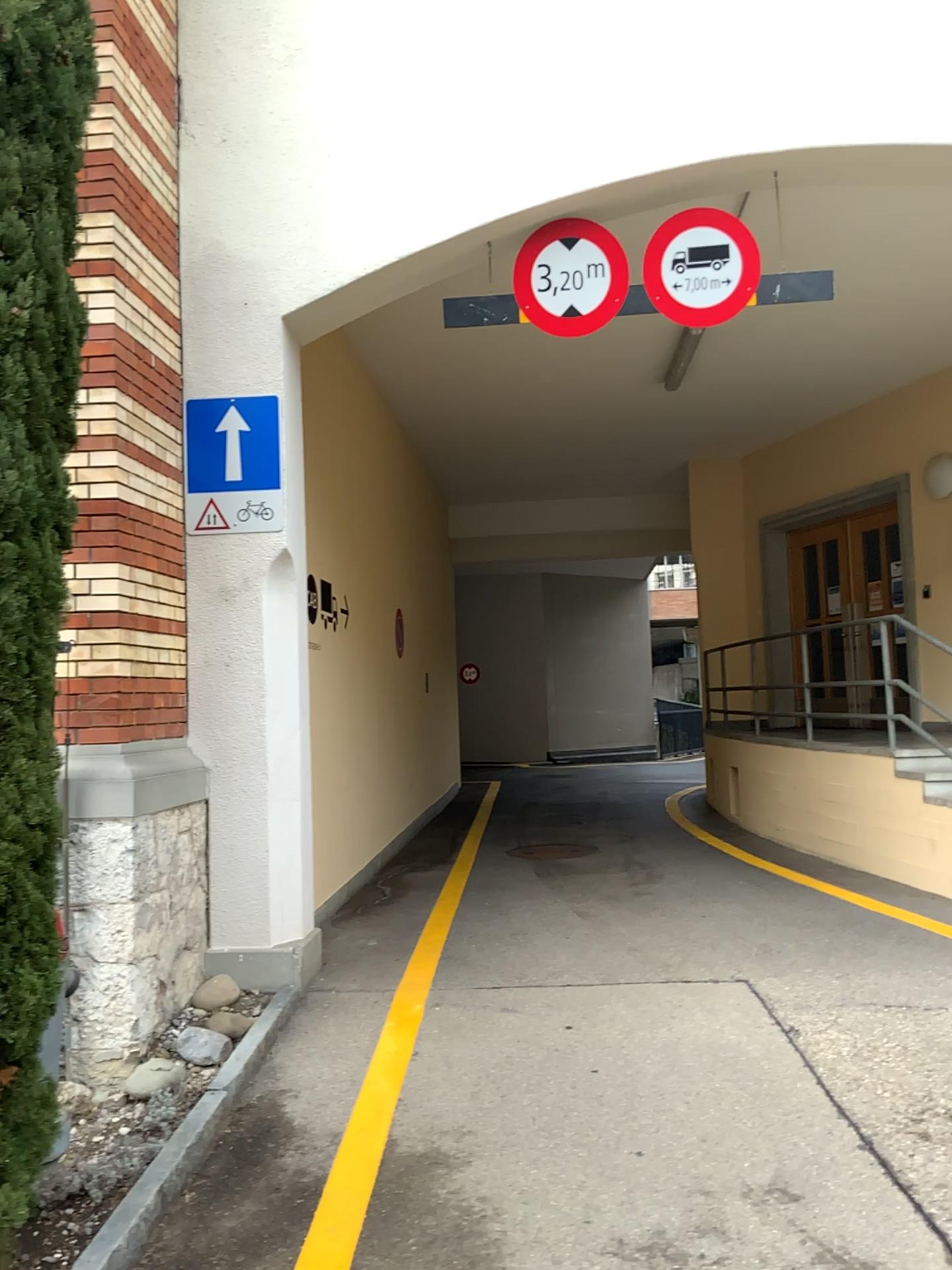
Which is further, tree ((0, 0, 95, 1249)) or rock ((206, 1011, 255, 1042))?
rock ((206, 1011, 255, 1042))

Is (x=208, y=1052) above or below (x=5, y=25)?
below

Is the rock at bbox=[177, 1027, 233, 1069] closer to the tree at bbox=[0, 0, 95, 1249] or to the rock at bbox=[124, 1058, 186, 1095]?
the rock at bbox=[124, 1058, 186, 1095]

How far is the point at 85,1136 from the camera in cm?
348

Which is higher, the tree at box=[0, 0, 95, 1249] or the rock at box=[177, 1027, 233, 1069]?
the tree at box=[0, 0, 95, 1249]

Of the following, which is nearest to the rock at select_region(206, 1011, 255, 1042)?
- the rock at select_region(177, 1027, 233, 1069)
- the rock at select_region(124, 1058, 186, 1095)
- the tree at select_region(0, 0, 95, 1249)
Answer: the rock at select_region(177, 1027, 233, 1069)

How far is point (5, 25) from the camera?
2.6 meters

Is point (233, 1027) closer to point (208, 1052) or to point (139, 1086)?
point (208, 1052)

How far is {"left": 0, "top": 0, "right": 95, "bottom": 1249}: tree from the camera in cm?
260

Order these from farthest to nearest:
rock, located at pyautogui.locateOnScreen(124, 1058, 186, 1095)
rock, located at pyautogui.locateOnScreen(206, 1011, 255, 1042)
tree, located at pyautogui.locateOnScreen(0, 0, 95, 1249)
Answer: rock, located at pyautogui.locateOnScreen(206, 1011, 255, 1042) → rock, located at pyautogui.locateOnScreen(124, 1058, 186, 1095) → tree, located at pyautogui.locateOnScreen(0, 0, 95, 1249)
